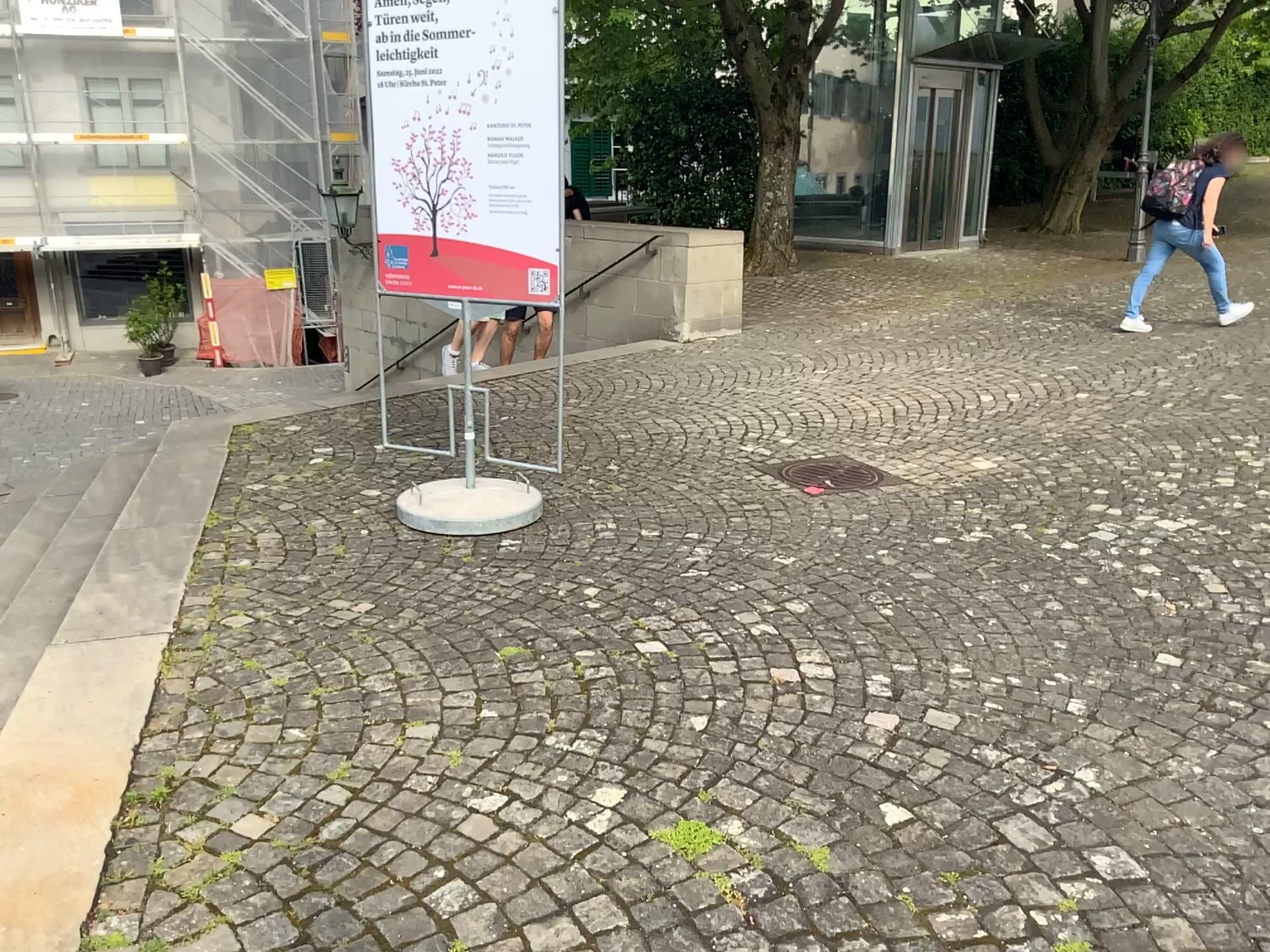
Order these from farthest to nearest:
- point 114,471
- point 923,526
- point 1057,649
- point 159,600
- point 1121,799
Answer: point 114,471
point 923,526
point 159,600
point 1057,649
point 1121,799

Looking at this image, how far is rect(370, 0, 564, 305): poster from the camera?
4.1 meters

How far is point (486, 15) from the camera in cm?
413
